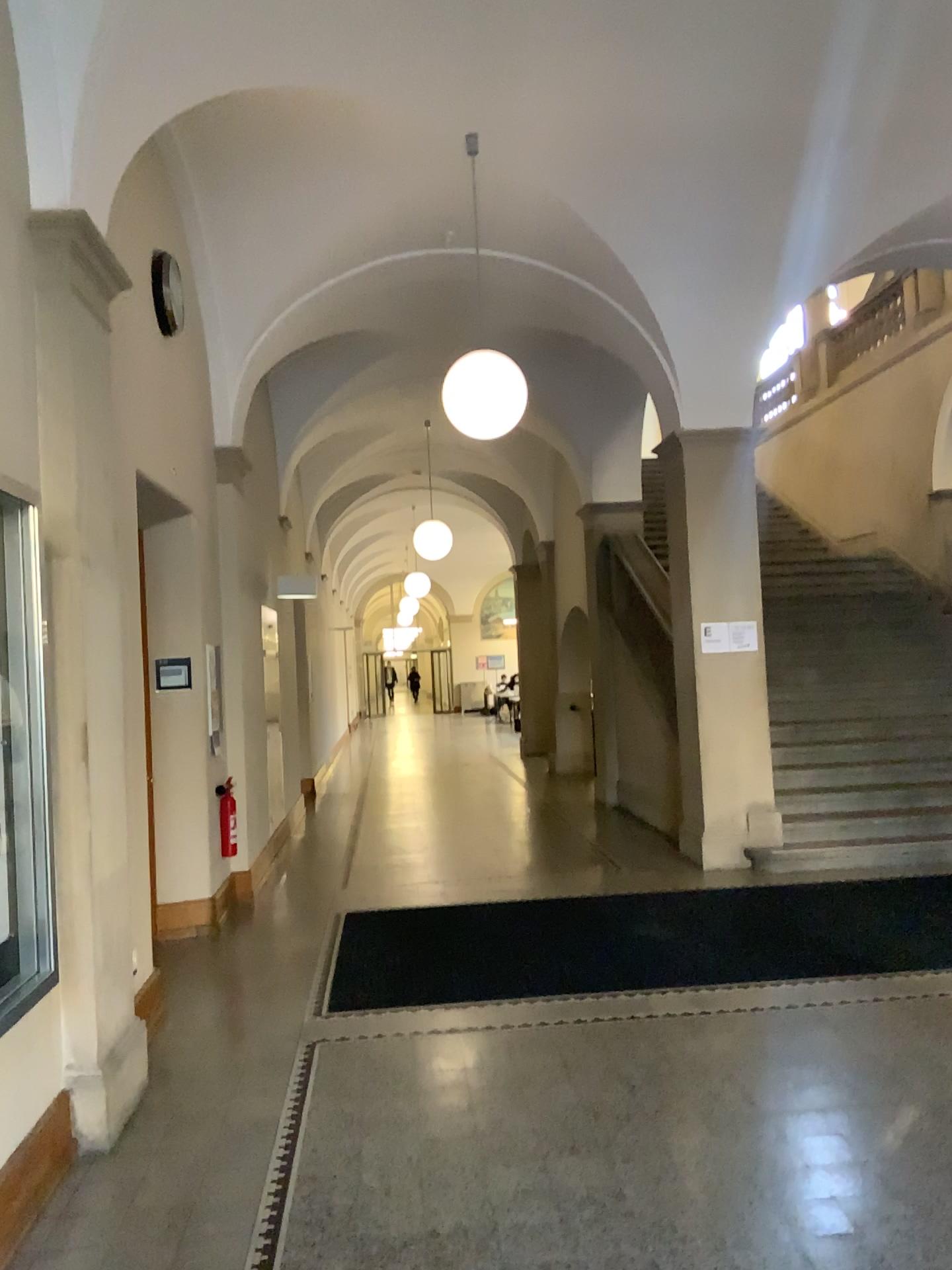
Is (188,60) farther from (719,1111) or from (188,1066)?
(719,1111)

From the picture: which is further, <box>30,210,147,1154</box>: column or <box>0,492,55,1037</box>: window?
<box>30,210,147,1154</box>: column

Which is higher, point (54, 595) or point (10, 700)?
point (54, 595)

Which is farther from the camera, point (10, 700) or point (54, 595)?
point (54, 595)

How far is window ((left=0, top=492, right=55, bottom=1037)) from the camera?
3.02m

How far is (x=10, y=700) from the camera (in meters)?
3.02
